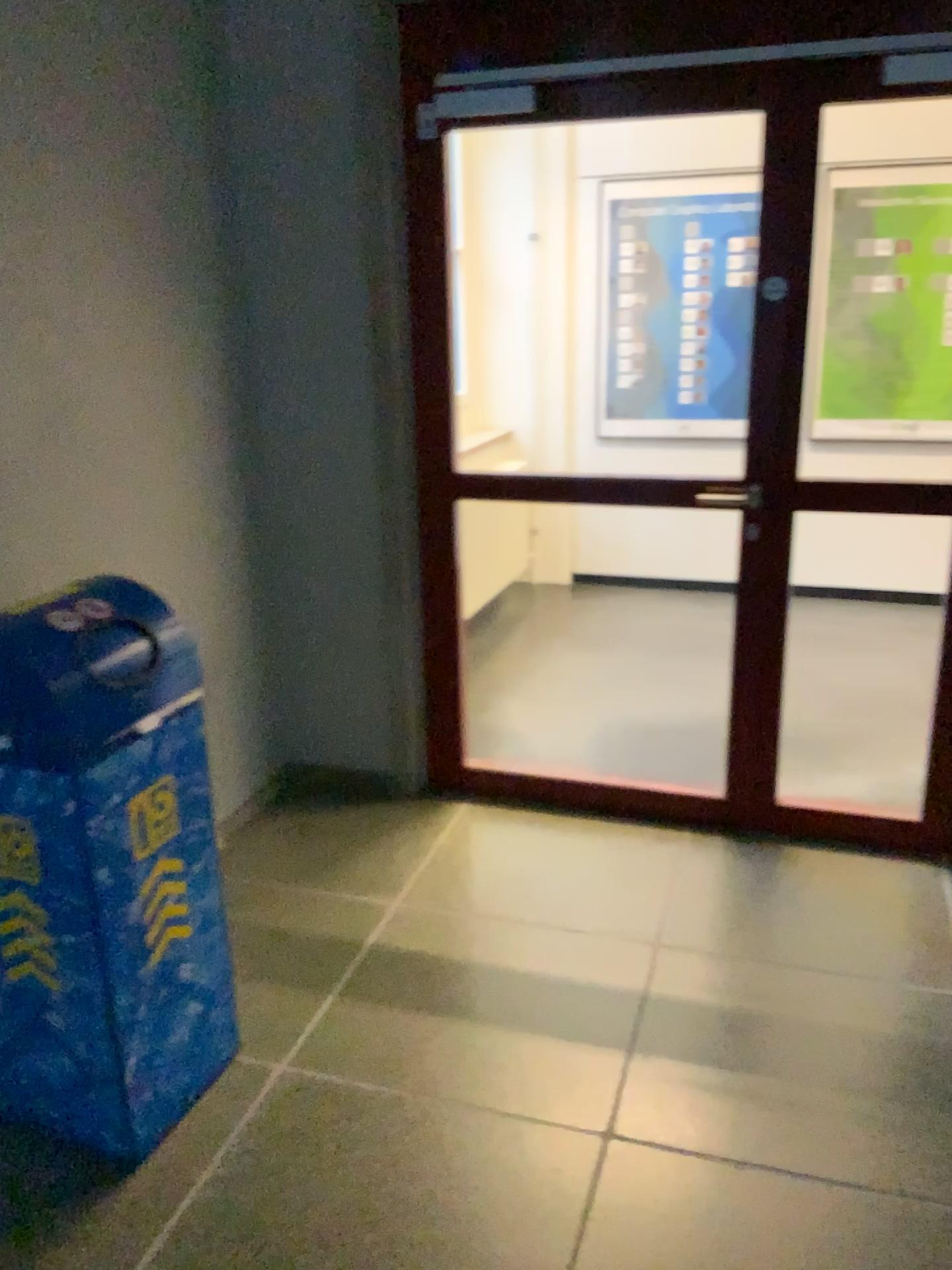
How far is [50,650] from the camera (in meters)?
1.88

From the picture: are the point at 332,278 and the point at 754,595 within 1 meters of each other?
no

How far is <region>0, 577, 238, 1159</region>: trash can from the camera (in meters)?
1.88
